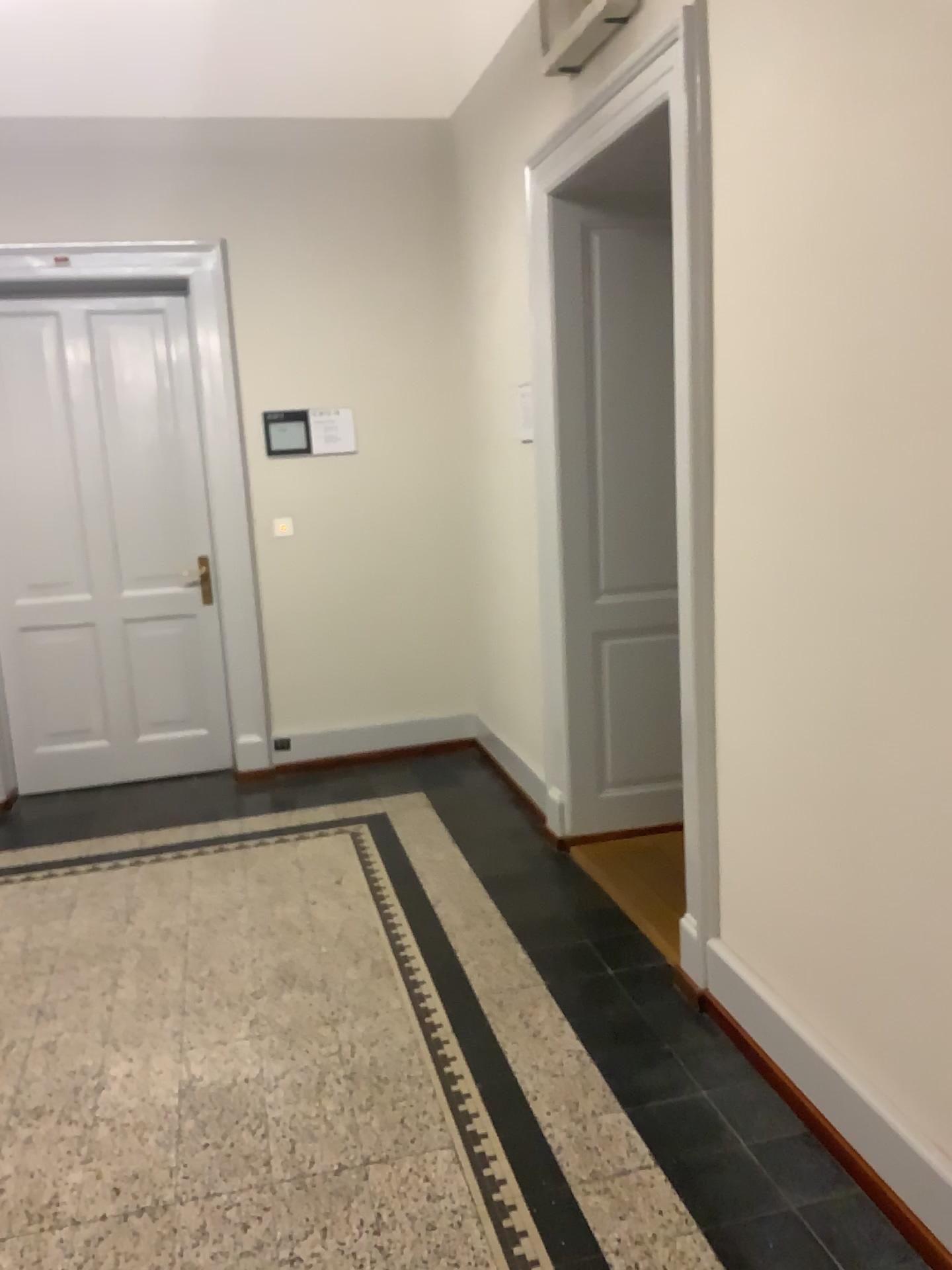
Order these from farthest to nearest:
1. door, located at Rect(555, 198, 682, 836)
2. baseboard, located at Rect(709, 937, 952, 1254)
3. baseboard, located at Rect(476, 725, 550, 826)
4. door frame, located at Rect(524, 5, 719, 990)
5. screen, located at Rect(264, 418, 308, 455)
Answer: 1. screen, located at Rect(264, 418, 308, 455)
2. baseboard, located at Rect(476, 725, 550, 826)
3. door, located at Rect(555, 198, 682, 836)
4. door frame, located at Rect(524, 5, 719, 990)
5. baseboard, located at Rect(709, 937, 952, 1254)

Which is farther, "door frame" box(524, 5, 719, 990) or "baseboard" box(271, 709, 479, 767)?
"baseboard" box(271, 709, 479, 767)

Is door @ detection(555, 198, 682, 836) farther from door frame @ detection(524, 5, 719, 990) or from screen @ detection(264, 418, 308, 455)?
screen @ detection(264, 418, 308, 455)

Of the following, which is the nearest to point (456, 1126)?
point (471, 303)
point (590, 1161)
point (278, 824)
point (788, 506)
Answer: point (590, 1161)

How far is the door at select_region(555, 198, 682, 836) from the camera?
3.7m

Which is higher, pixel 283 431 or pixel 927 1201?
pixel 283 431

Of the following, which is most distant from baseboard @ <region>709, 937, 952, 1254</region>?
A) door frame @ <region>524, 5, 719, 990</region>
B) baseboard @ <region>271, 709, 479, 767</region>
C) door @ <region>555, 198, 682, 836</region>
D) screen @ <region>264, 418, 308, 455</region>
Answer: screen @ <region>264, 418, 308, 455</region>

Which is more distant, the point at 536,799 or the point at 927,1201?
the point at 536,799

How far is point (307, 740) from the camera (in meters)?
5.15

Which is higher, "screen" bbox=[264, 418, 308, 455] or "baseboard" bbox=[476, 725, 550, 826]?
"screen" bbox=[264, 418, 308, 455]
